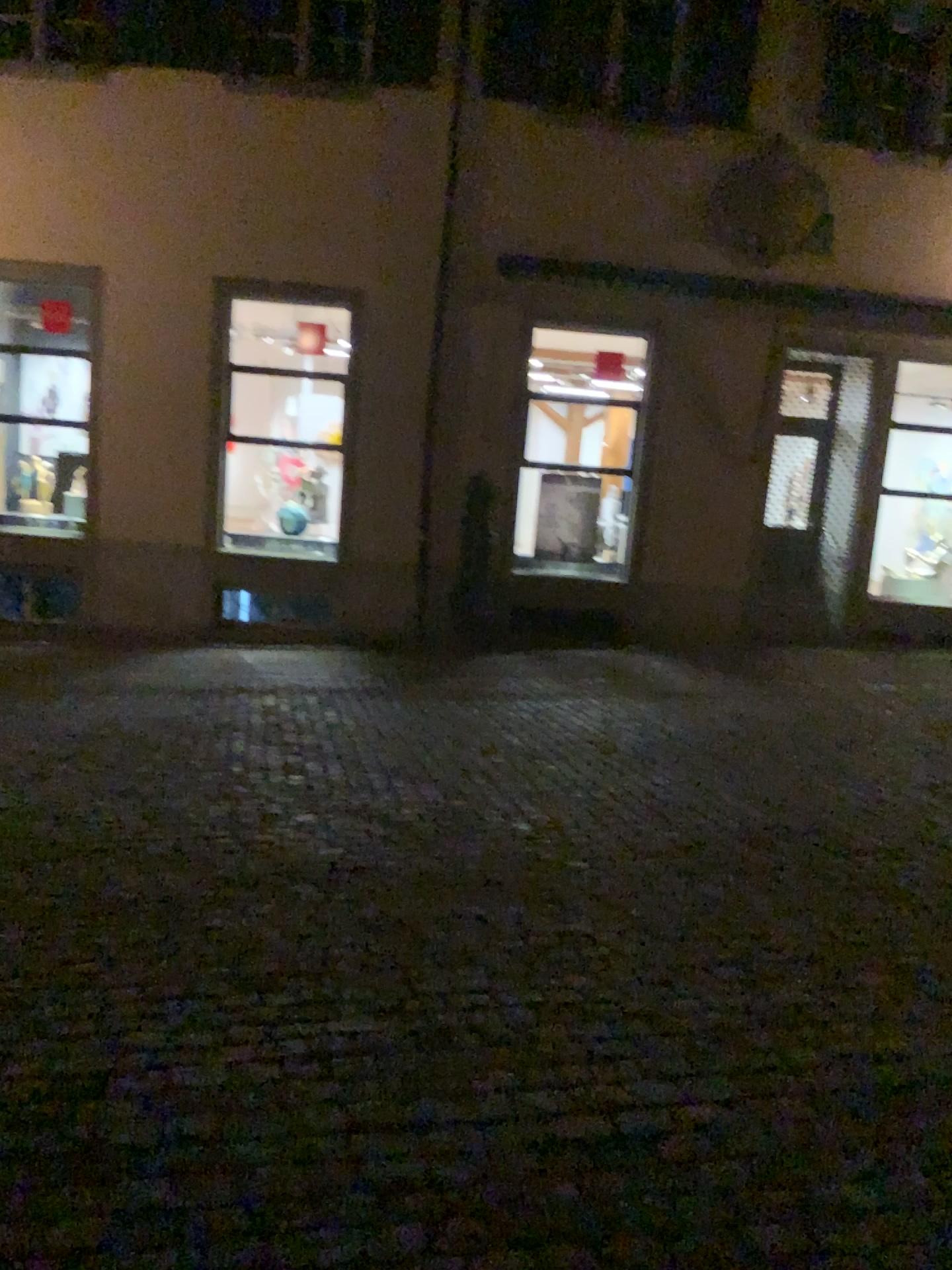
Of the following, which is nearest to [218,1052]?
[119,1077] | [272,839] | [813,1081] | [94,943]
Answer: [119,1077]
